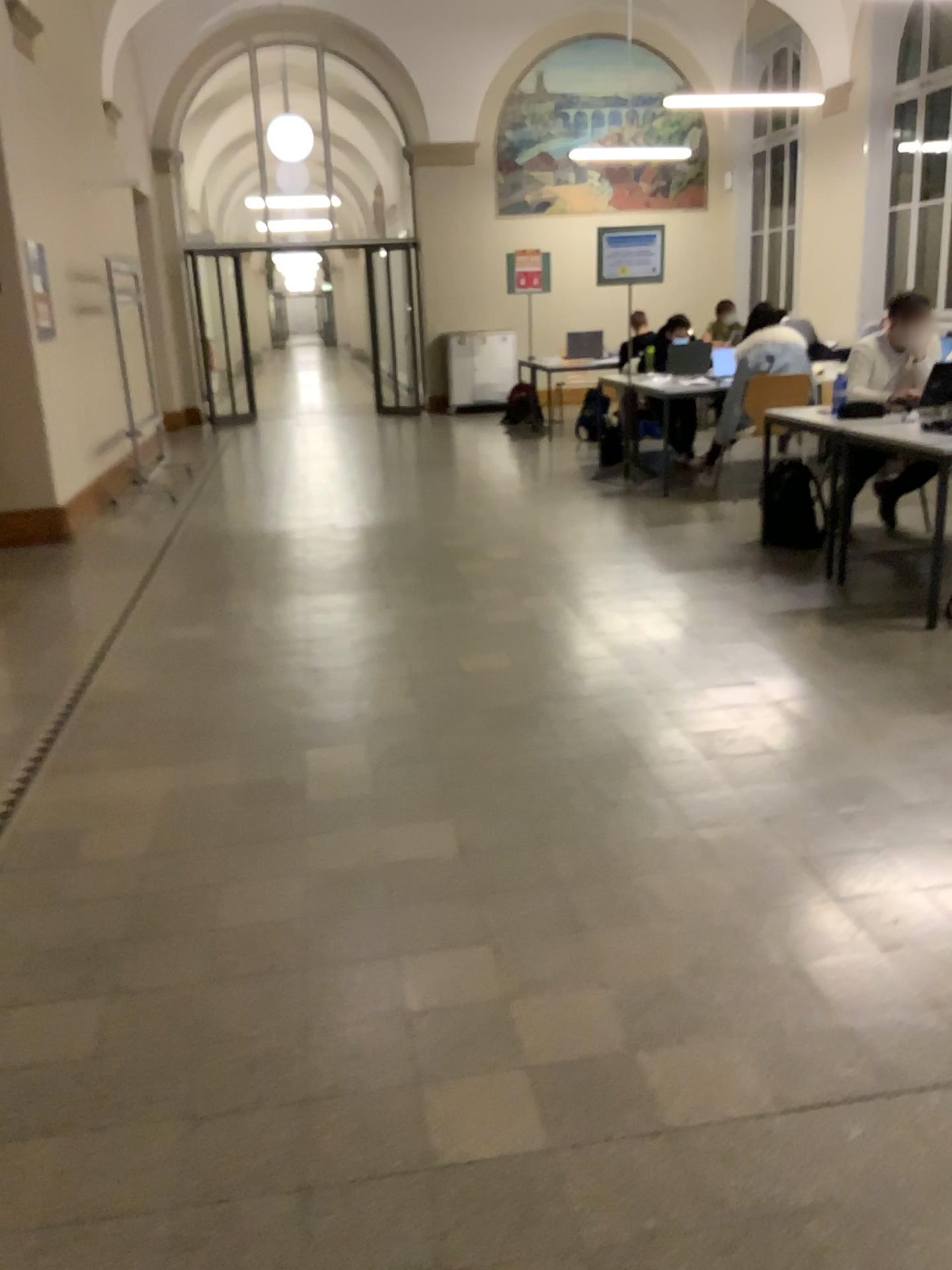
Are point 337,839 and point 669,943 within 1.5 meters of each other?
yes
